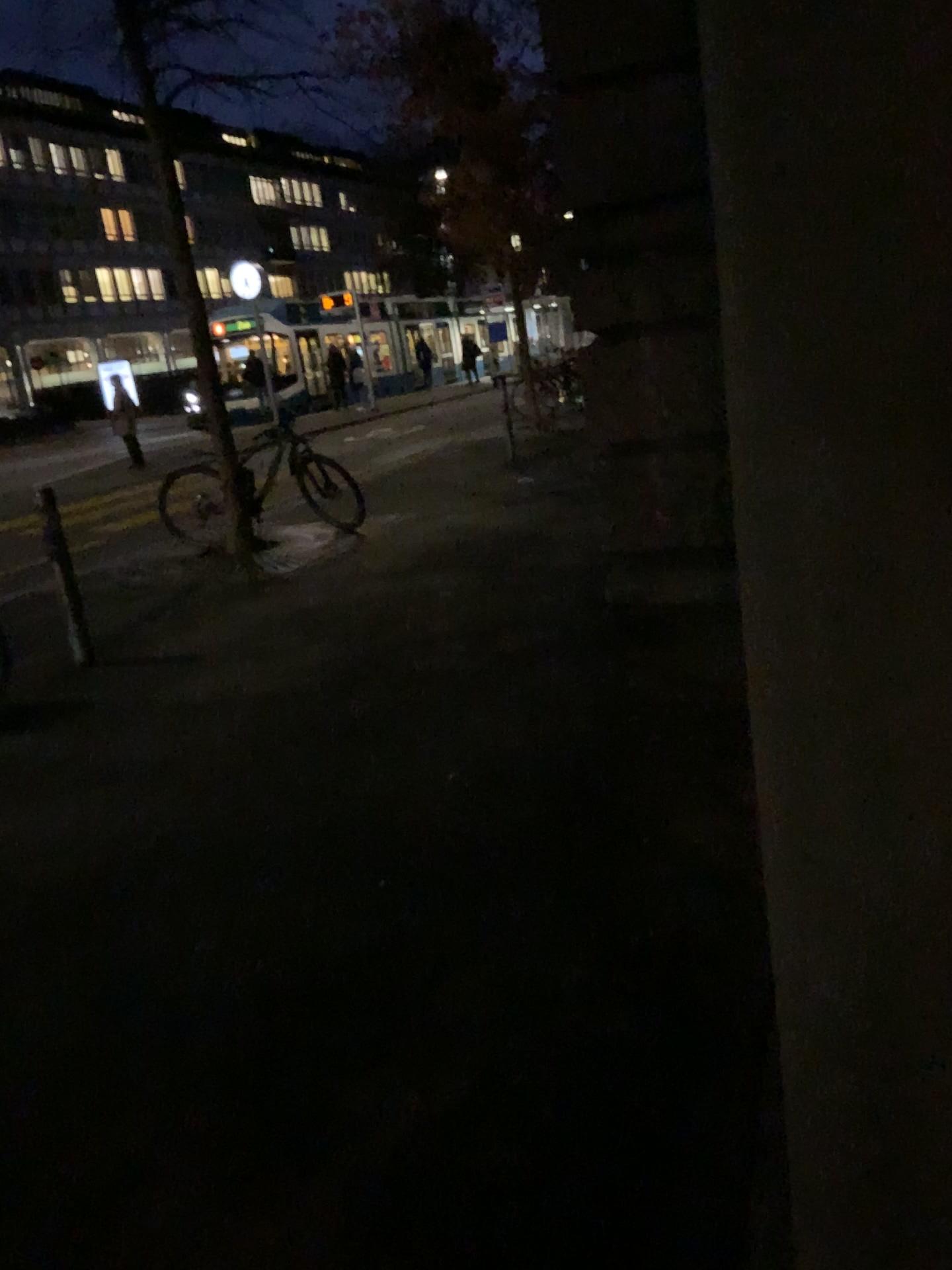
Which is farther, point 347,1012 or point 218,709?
point 218,709
